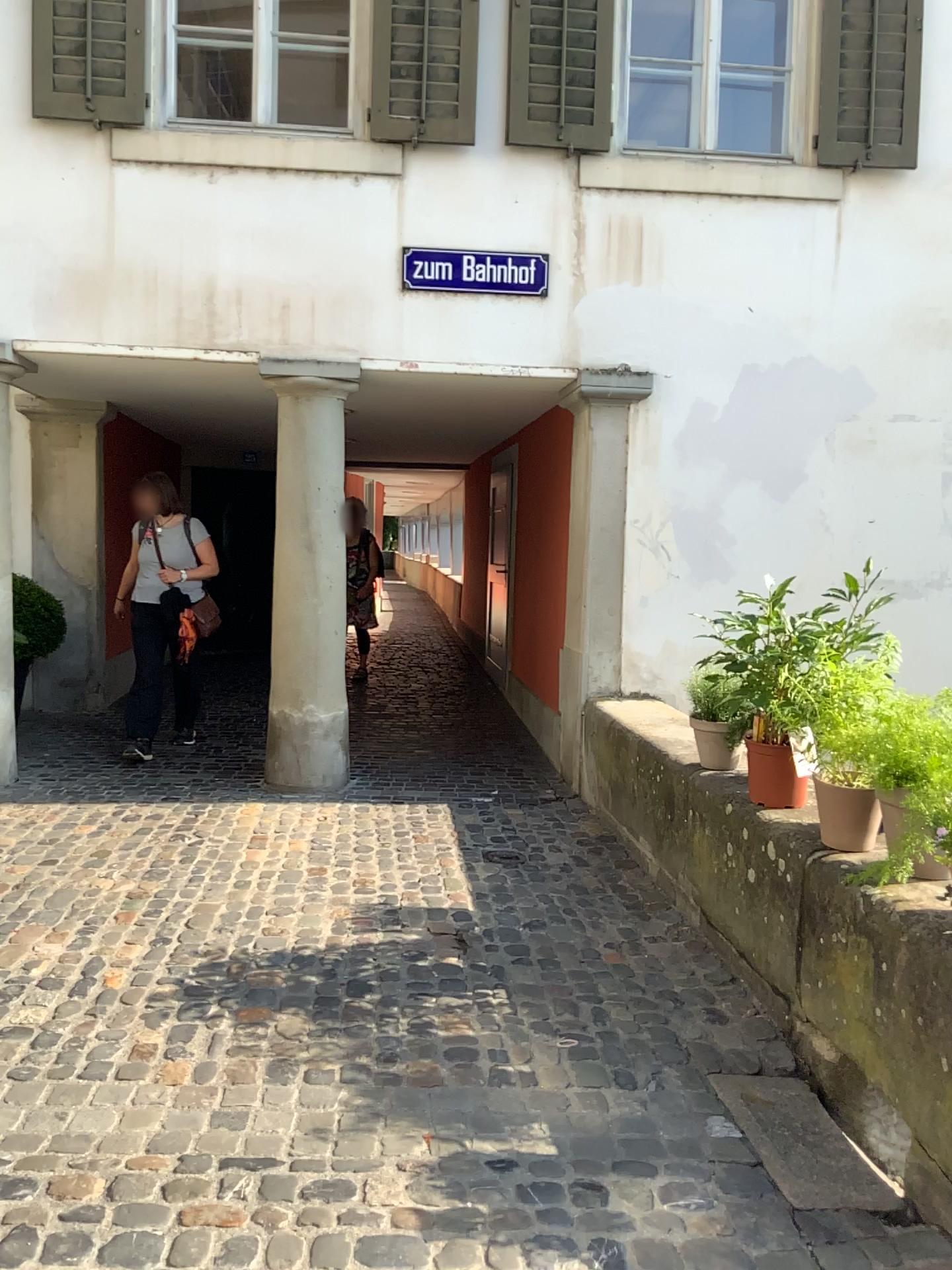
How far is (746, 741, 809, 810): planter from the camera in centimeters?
332cm

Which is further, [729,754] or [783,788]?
[729,754]

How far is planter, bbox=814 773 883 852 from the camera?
2.81m

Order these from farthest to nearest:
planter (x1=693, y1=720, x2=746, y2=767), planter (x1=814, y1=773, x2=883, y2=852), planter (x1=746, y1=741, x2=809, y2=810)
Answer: planter (x1=693, y1=720, x2=746, y2=767) → planter (x1=746, y1=741, x2=809, y2=810) → planter (x1=814, y1=773, x2=883, y2=852)

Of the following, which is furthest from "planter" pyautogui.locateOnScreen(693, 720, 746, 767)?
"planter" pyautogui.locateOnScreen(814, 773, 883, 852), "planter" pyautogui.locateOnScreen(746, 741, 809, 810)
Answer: "planter" pyautogui.locateOnScreen(814, 773, 883, 852)

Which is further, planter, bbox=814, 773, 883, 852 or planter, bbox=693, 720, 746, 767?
planter, bbox=693, 720, 746, 767

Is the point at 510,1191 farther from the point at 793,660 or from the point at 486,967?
the point at 793,660

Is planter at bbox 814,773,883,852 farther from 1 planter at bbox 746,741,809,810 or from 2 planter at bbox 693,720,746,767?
2 planter at bbox 693,720,746,767

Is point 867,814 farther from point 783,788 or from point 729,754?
point 729,754

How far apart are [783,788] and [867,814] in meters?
0.5
